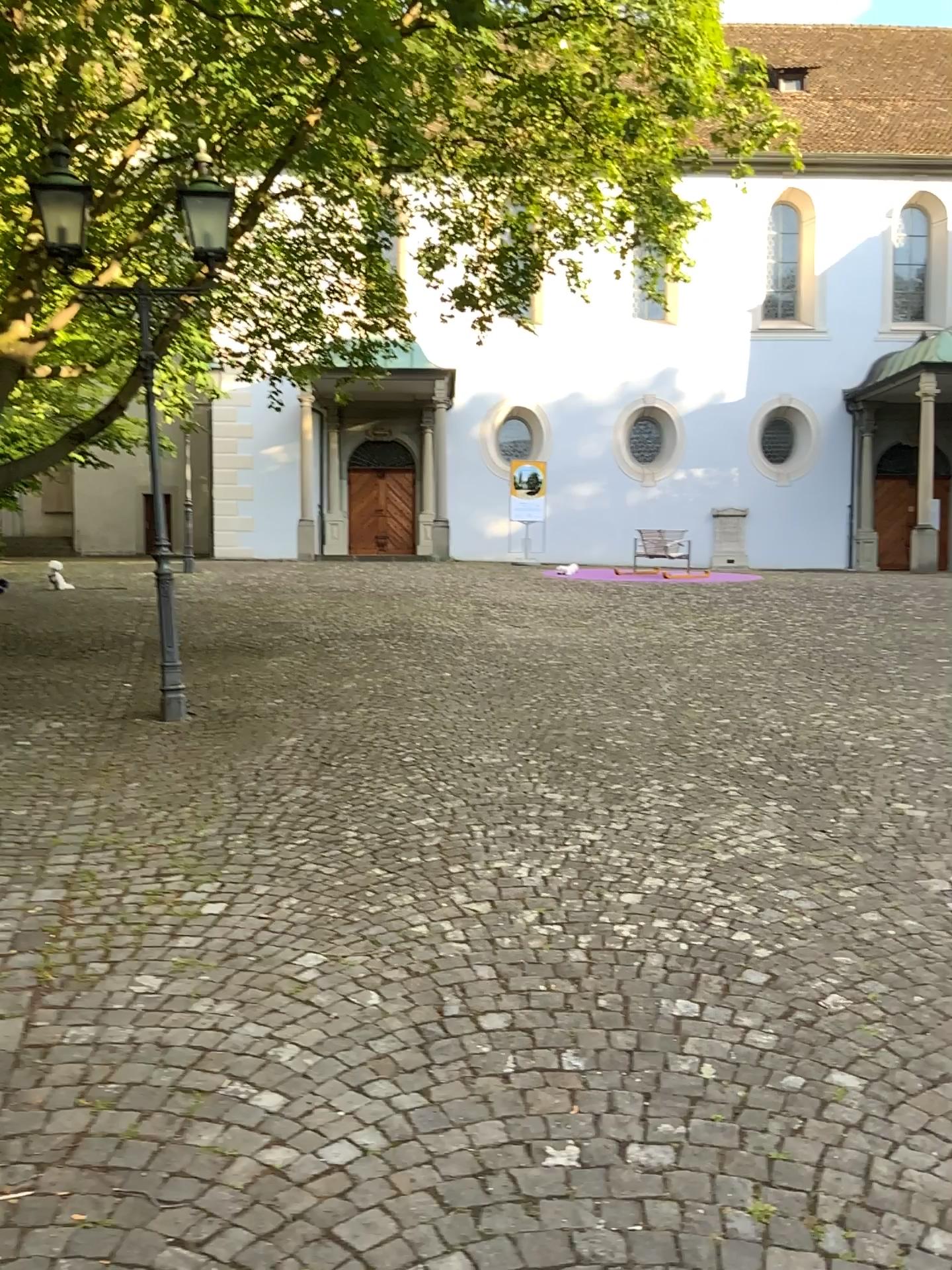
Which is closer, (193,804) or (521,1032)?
(521,1032)
